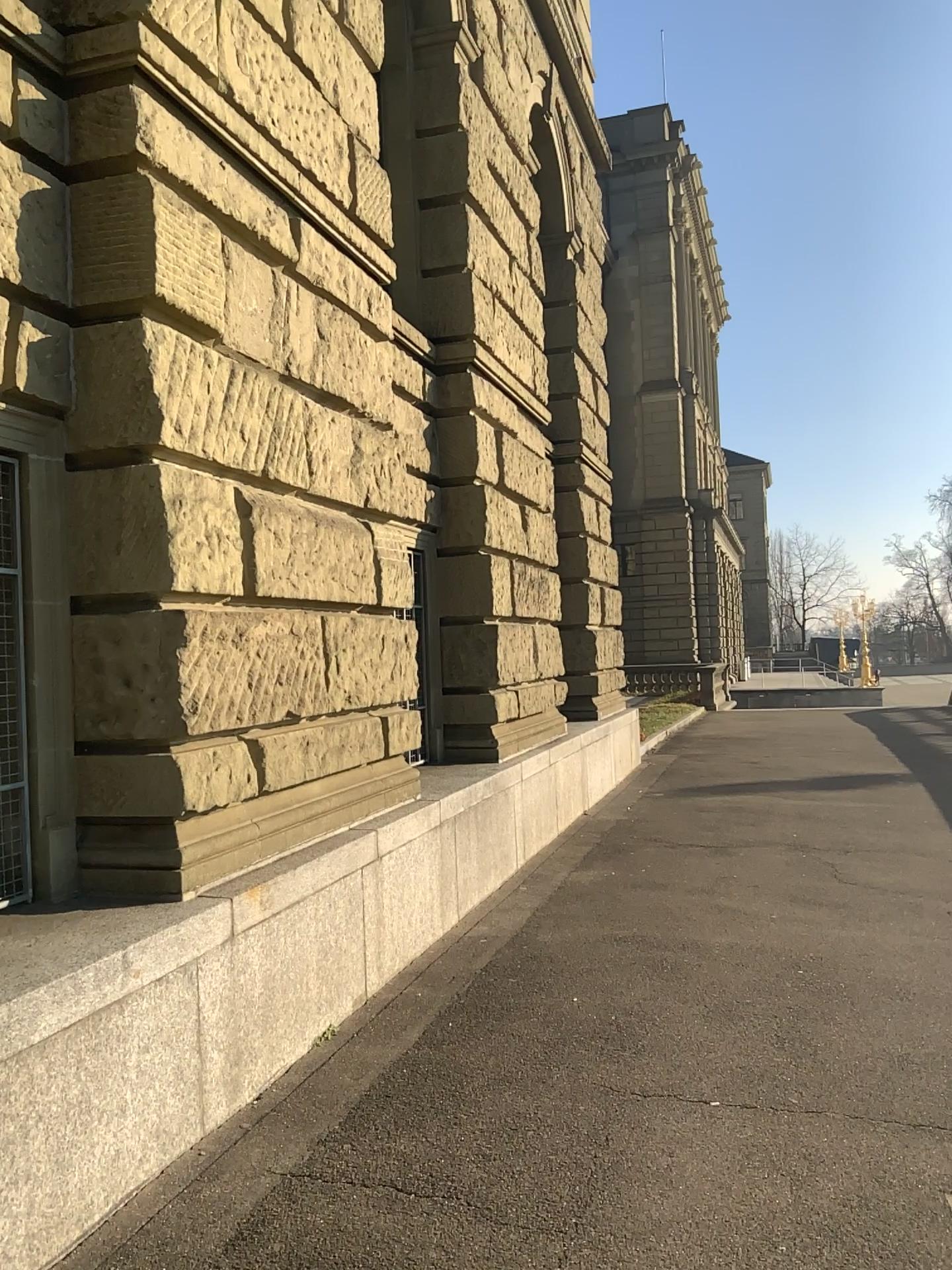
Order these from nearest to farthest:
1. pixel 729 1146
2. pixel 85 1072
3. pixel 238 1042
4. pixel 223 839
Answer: pixel 85 1072
pixel 729 1146
pixel 238 1042
pixel 223 839
